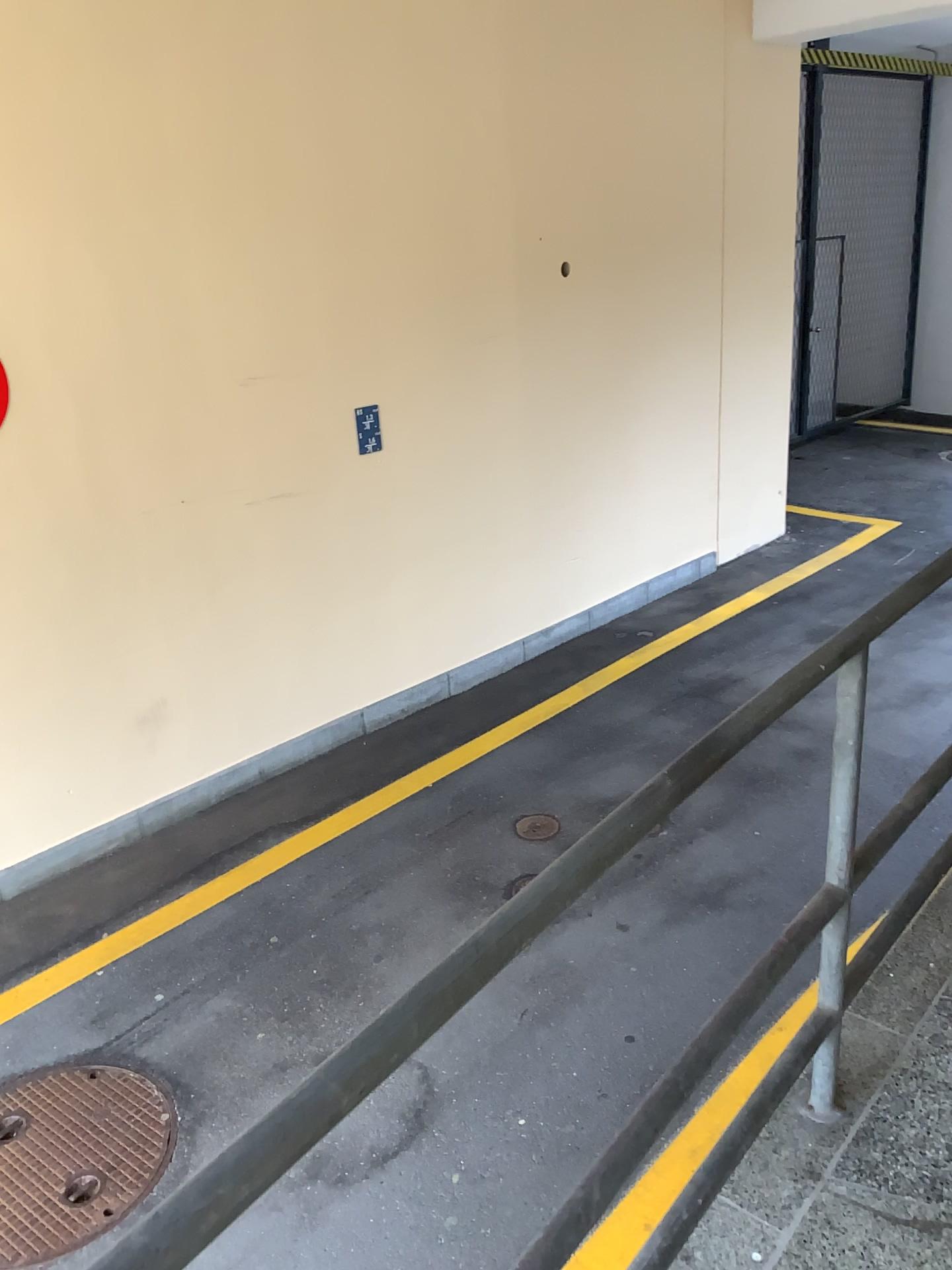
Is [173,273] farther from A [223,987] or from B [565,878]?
B [565,878]

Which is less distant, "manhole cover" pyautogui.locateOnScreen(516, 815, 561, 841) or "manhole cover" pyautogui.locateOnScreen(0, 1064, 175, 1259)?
"manhole cover" pyautogui.locateOnScreen(0, 1064, 175, 1259)

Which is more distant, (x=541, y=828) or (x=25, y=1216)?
(x=541, y=828)
